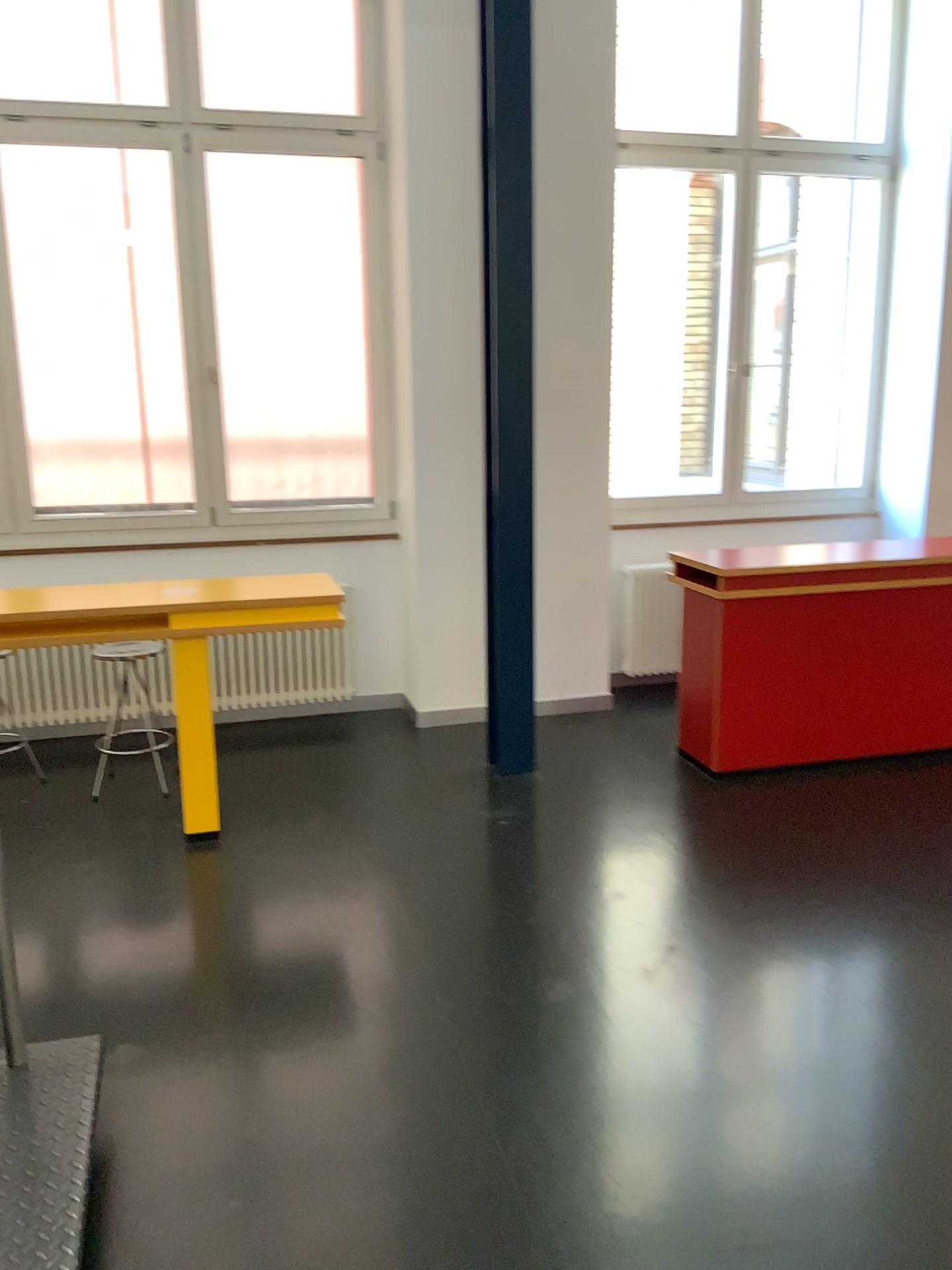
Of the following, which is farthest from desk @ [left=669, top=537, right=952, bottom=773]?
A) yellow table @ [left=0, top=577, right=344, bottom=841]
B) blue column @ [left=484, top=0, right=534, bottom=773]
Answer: yellow table @ [left=0, top=577, right=344, bottom=841]

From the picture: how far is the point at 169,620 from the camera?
3.71m

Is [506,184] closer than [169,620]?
No

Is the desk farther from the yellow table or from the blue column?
the yellow table

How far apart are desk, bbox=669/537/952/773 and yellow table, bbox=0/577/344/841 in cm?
156

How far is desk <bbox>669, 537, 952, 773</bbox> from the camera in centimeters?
437cm

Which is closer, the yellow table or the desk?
the yellow table

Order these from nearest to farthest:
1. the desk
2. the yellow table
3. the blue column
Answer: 1. the yellow table
2. the blue column
3. the desk

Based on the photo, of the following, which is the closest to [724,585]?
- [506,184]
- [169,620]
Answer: [506,184]

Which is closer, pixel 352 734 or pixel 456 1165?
pixel 456 1165
